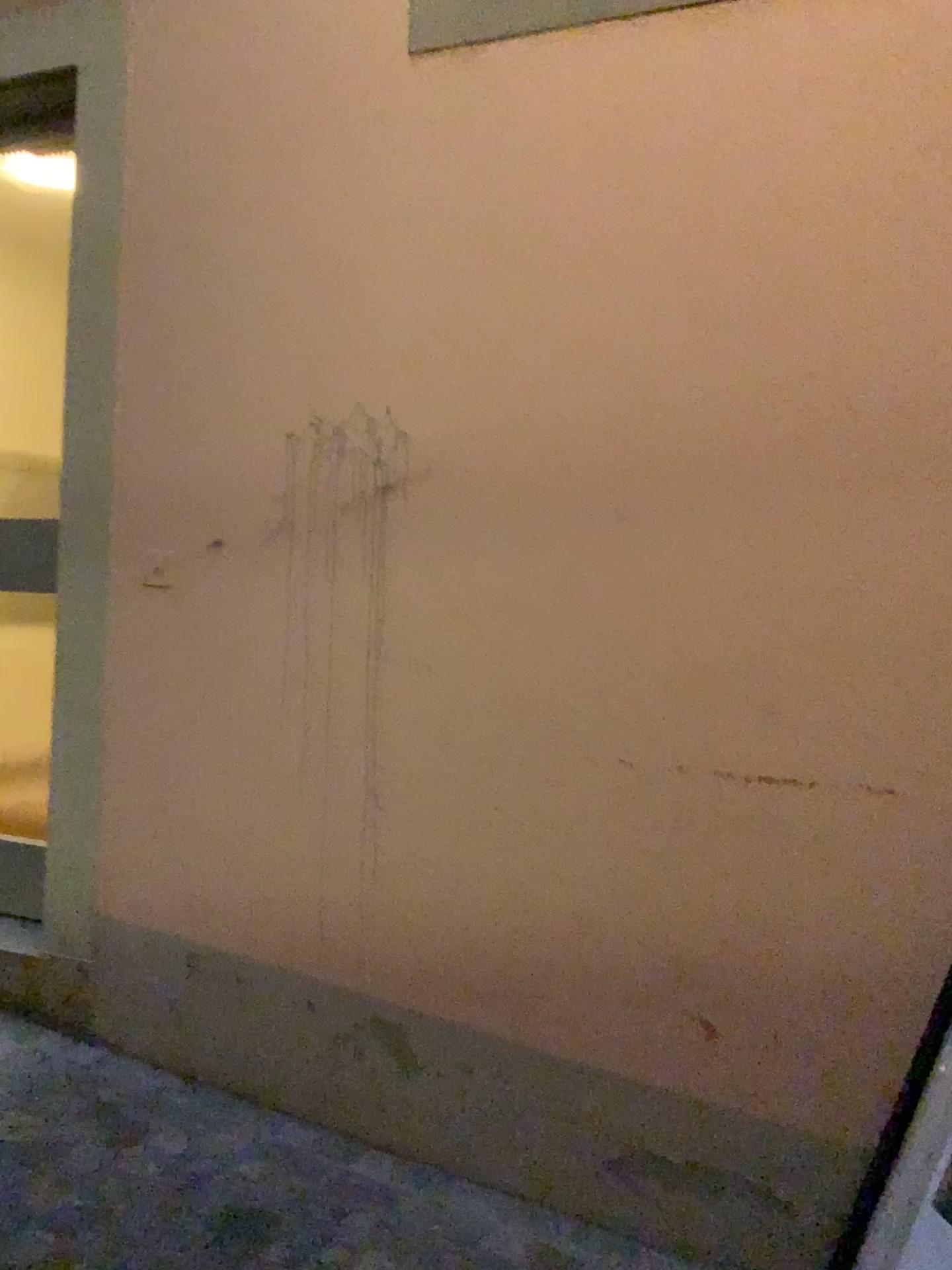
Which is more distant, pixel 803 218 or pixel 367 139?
pixel 367 139
